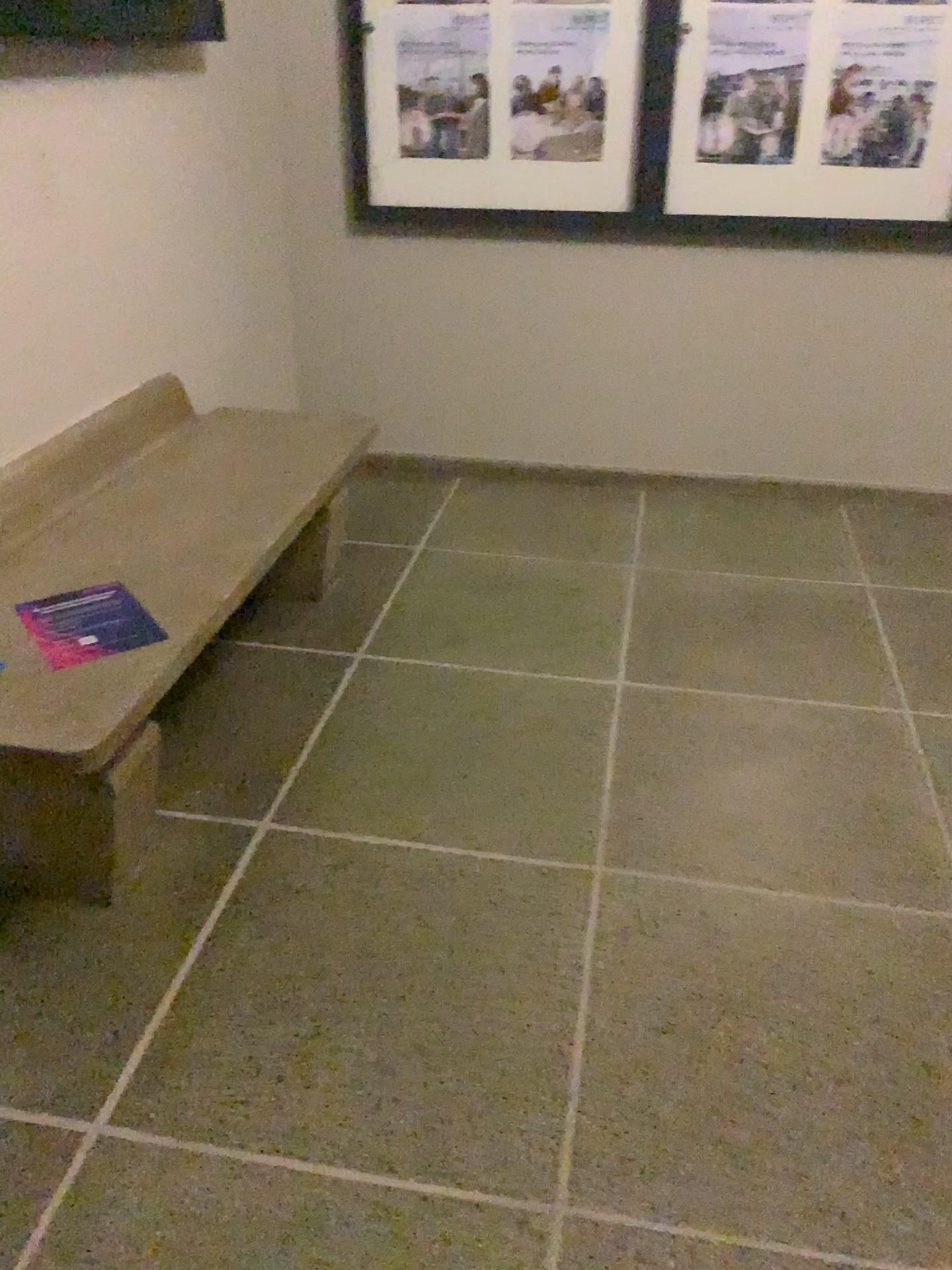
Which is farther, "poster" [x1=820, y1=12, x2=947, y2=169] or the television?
"poster" [x1=820, y1=12, x2=947, y2=169]

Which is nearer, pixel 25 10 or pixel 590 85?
pixel 25 10

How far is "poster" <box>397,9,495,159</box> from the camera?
3.3 meters

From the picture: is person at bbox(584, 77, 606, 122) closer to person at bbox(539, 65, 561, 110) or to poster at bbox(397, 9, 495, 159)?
person at bbox(539, 65, 561, 110)

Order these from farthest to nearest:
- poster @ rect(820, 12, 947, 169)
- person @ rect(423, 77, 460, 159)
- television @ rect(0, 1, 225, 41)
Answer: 1. person @ rect(423, 77, 460, 159)
2. poster @ rect(820, 12, 947, 169)
3. television @ rect(0, 1, 225, 41)

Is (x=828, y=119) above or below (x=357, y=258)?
above

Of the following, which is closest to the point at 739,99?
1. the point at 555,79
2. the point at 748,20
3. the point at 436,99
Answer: the point at 748,20

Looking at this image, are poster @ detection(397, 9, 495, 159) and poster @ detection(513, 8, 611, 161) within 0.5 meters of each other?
yes

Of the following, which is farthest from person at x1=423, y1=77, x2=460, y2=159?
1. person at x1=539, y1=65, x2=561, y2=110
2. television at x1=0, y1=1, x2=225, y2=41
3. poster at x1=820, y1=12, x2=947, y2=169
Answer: poster at x1=820, y1=12, x2=947, y2=169

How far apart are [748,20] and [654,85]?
0.3 meters
